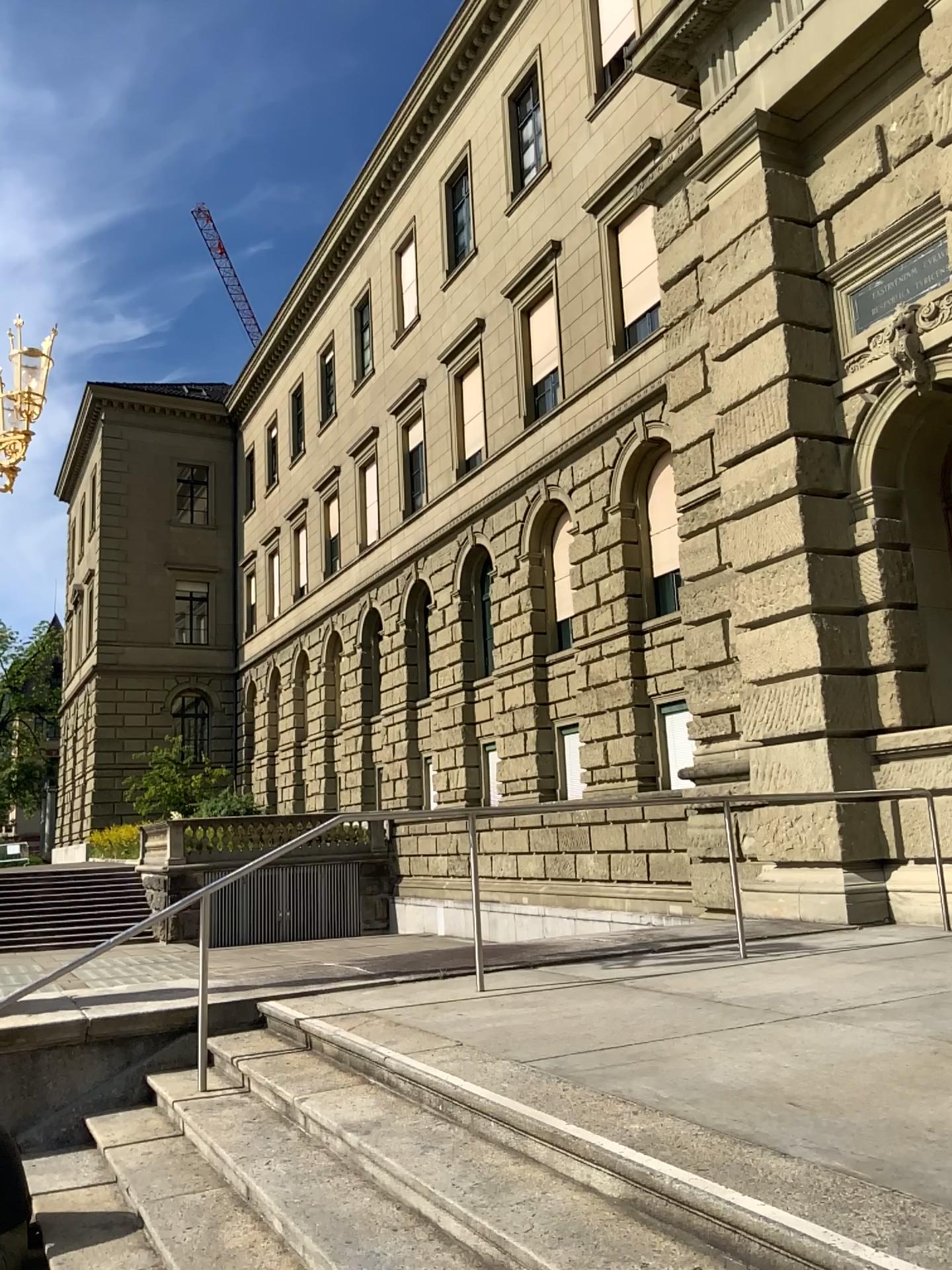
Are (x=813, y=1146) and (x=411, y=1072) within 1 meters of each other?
no
